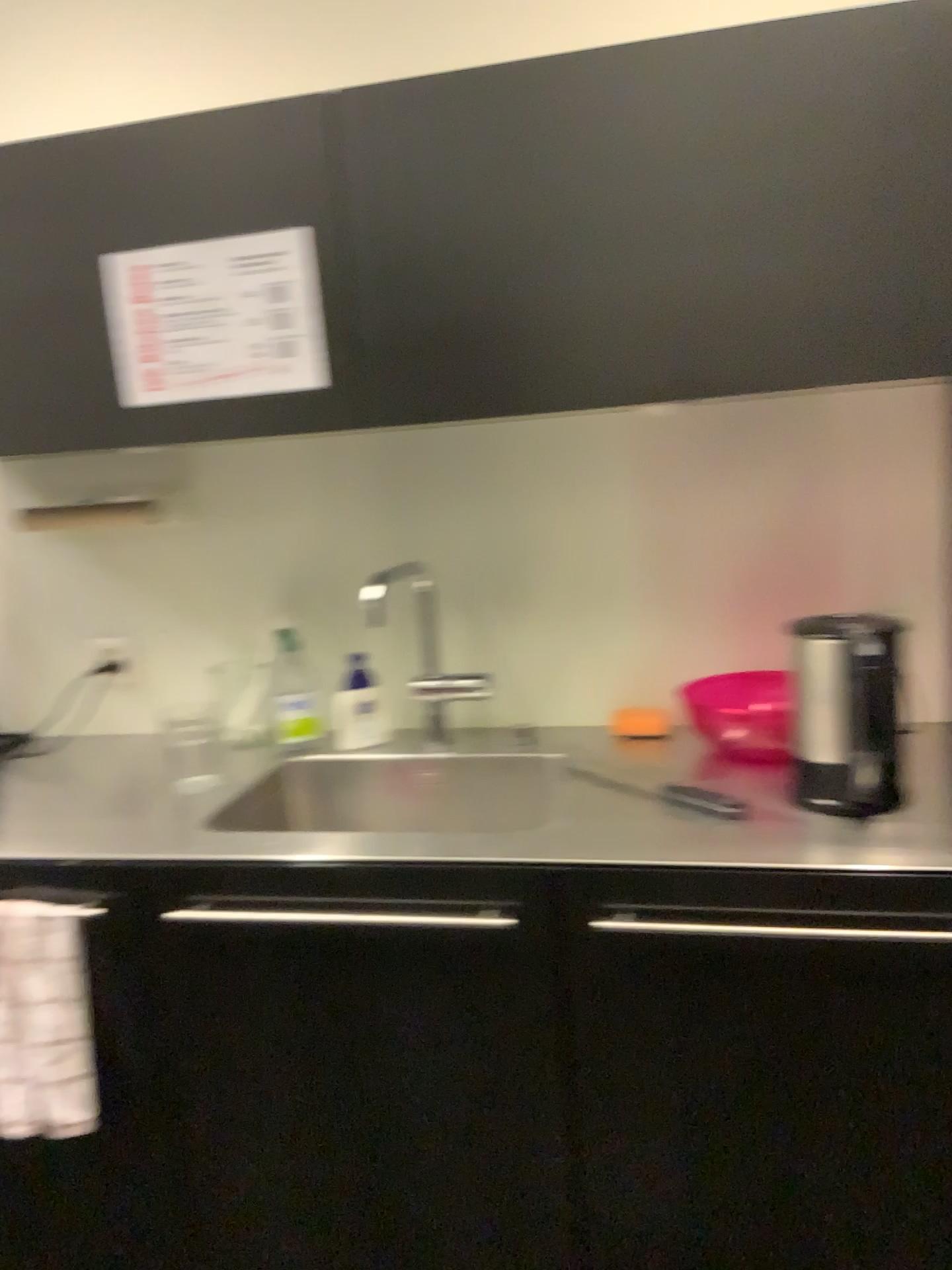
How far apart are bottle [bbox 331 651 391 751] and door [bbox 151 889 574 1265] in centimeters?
54cm

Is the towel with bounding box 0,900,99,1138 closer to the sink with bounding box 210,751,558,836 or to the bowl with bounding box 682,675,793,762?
the sink with bounding box 210,751,558,836

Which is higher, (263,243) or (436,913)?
(263,243)

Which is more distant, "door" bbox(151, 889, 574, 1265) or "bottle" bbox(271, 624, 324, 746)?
"bottle" bbox(271, 624, 324, 746)

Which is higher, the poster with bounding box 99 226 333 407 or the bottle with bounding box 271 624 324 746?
the poster with bounding box 99 226 333 407

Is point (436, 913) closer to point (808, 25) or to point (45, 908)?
point (45, 908)

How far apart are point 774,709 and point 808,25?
0.9m

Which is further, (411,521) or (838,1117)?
(411,521)

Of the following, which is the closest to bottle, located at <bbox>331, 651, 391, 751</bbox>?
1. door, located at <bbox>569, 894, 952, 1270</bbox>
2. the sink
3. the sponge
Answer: the sink

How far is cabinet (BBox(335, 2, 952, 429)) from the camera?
1.29m
